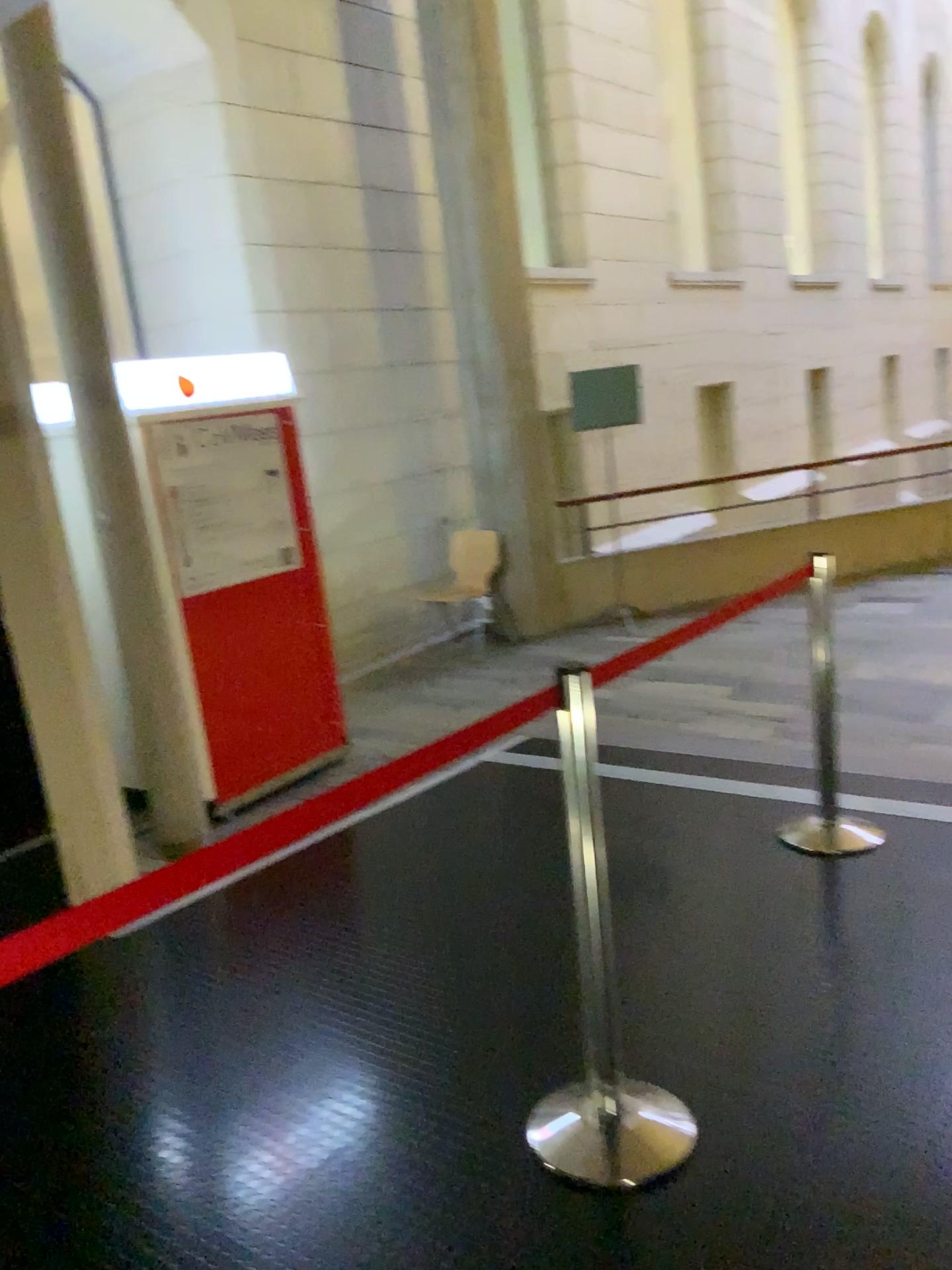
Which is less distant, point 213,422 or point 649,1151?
point 649,1151

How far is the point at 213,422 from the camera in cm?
464

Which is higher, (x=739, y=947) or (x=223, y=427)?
(x=223, y=427)

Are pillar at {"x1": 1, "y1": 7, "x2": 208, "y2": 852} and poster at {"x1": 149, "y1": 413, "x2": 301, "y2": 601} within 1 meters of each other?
yes

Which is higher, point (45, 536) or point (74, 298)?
point (74, 298)

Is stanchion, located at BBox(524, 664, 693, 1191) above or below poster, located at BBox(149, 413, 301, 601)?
below

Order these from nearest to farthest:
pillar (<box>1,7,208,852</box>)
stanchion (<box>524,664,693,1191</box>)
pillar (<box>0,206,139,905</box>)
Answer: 1. stanchion (<box>524,664,693,1191</box>)
2. pillar (<box>0,206,139,905</box>)
3. pillar (<box>1,7,208,852</box>)

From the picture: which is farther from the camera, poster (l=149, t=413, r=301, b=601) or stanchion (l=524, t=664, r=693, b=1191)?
poster (l=149, t=413, r=301, b=601)

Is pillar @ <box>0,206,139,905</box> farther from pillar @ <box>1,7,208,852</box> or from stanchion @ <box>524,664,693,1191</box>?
stanchion @ <box>524,664,693,1191</box>

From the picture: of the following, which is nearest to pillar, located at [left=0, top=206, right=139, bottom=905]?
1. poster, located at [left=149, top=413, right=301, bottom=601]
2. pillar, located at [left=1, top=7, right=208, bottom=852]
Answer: pillar, located at [left=1, top=7, right=208, bottom=852]
